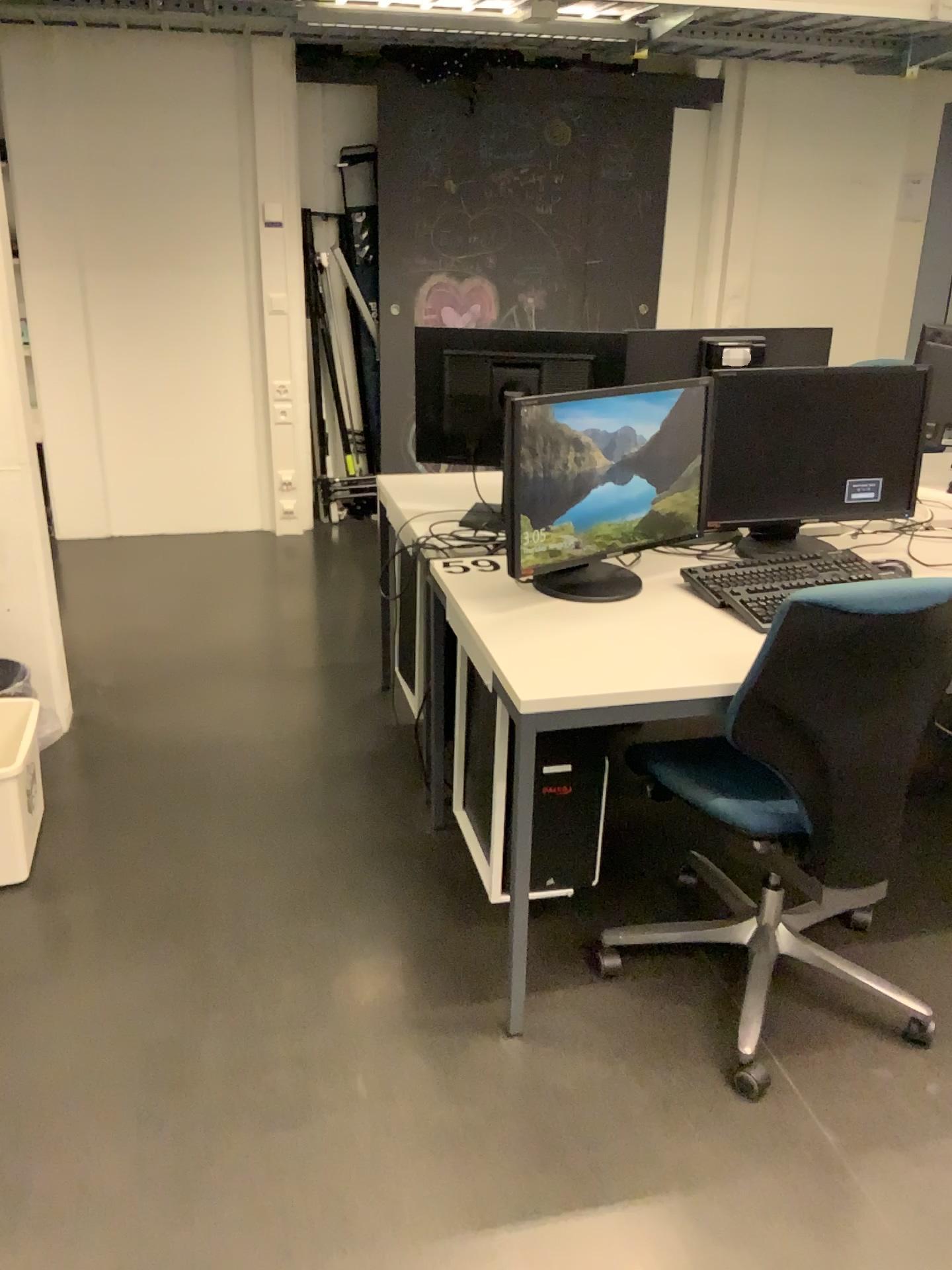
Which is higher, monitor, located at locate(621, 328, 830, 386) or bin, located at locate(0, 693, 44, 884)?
monitor, located at locate(621, 328, 830, 386)

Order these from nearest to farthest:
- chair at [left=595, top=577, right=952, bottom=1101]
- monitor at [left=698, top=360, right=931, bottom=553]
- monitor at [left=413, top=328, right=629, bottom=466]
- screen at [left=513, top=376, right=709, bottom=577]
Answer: chair at [left=595, top=577, right=952, bottom=1101] → screen at [left=513, top=376, right=709, bottom=577] → monitor at [left=698, top=360, right=931, bottom=553] → monitor at [left=413, top=328, right=629, bottom=466]

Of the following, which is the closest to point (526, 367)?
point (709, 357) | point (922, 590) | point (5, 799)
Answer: point (709, 357)

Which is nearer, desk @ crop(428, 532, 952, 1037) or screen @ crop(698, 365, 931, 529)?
desk @ crop(428, 532, 952, 1037)

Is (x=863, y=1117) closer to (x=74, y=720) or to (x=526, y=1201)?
(x=526, y=1201)

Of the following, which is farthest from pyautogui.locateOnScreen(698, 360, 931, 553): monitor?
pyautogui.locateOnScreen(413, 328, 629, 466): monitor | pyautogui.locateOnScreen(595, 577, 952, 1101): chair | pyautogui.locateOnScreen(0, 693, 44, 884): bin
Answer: pyautogui.locateOnScreen(0, 693, 44, 884): bin

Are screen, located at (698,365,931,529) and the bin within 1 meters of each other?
no

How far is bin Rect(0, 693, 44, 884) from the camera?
2.4m

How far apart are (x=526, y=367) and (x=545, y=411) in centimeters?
58cm

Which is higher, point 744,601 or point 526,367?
point 526,367
